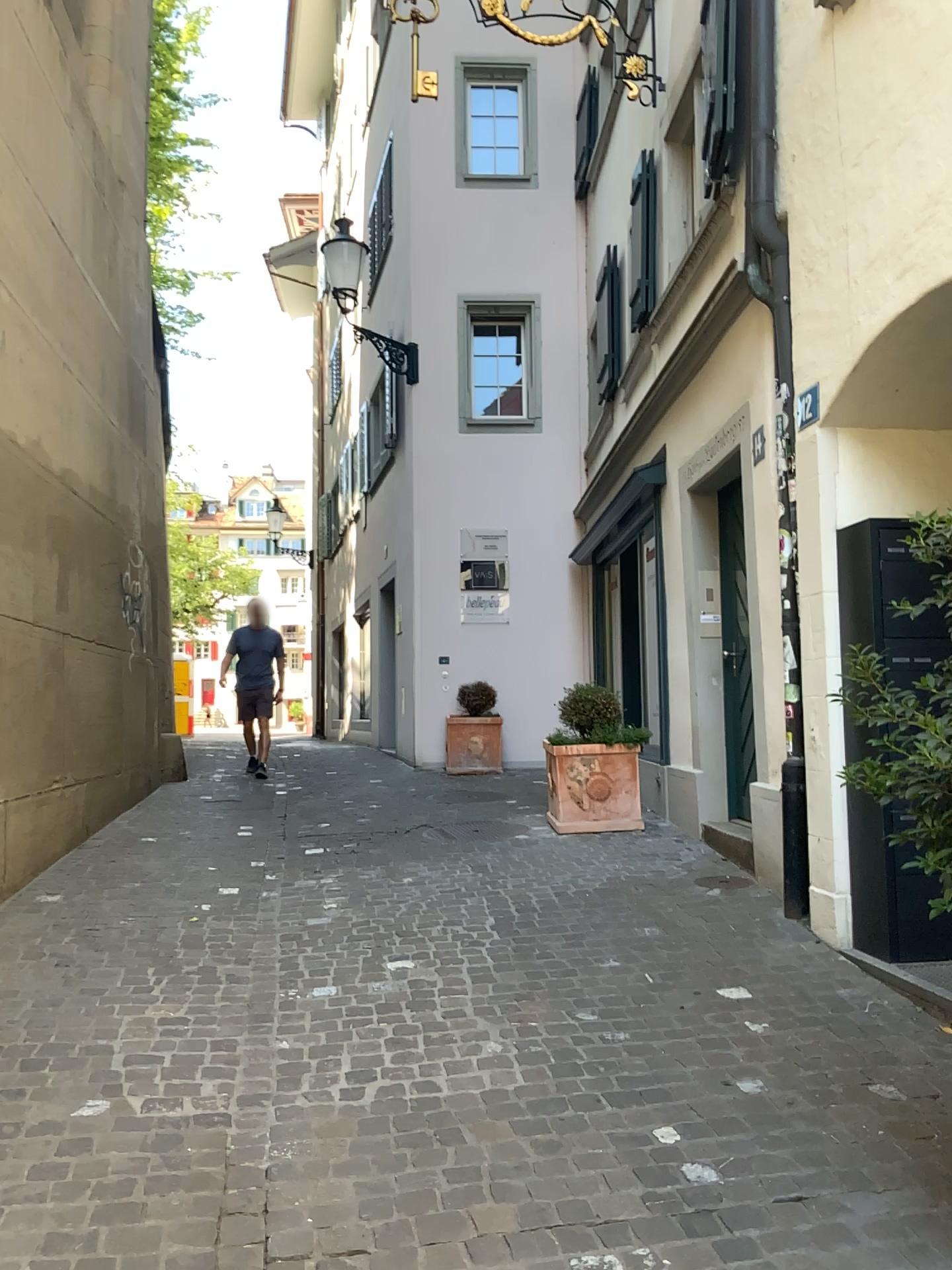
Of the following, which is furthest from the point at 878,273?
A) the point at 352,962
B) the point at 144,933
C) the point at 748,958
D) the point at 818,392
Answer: the point at 144,933
